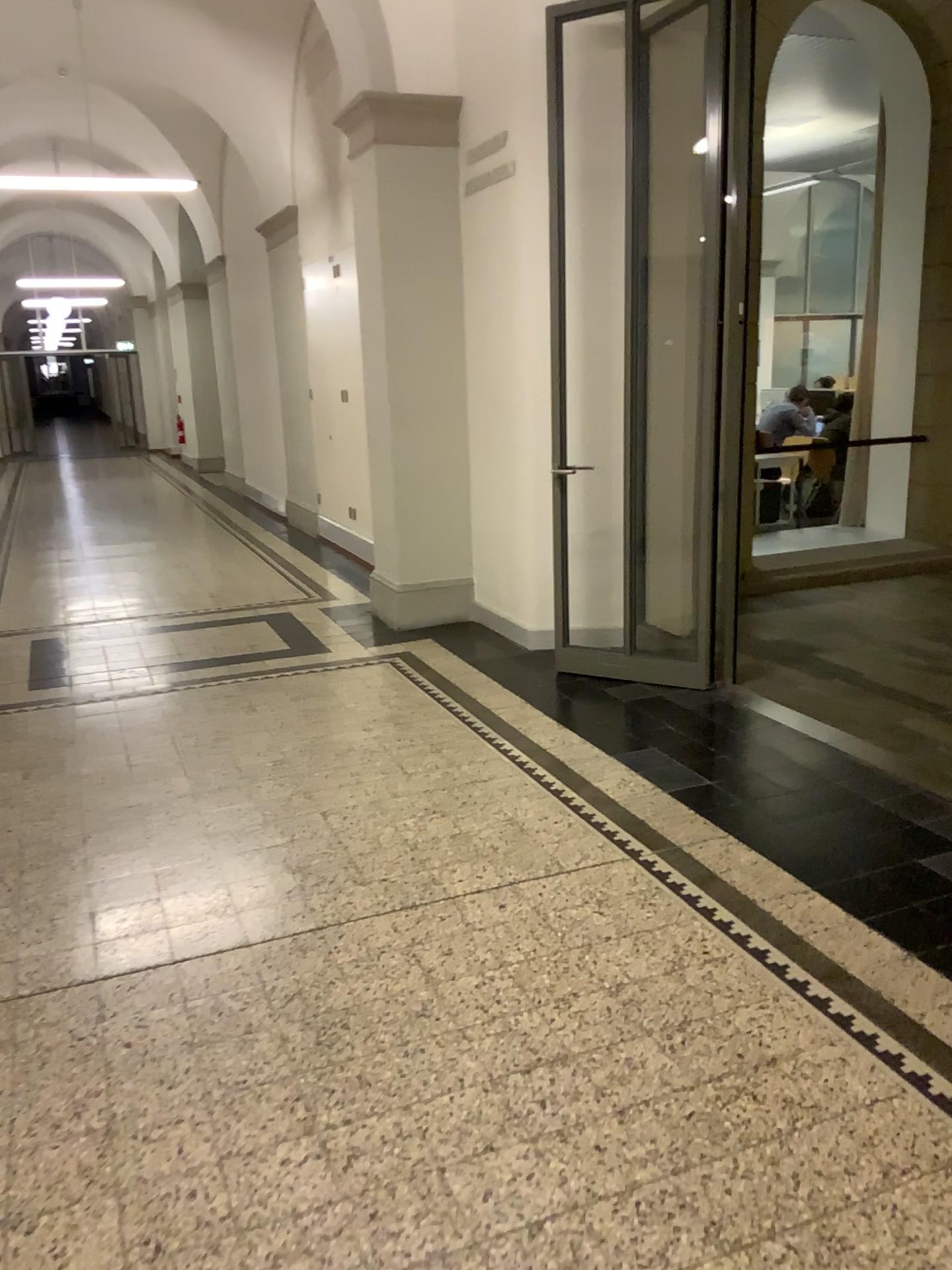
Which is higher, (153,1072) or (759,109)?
(759,109)
